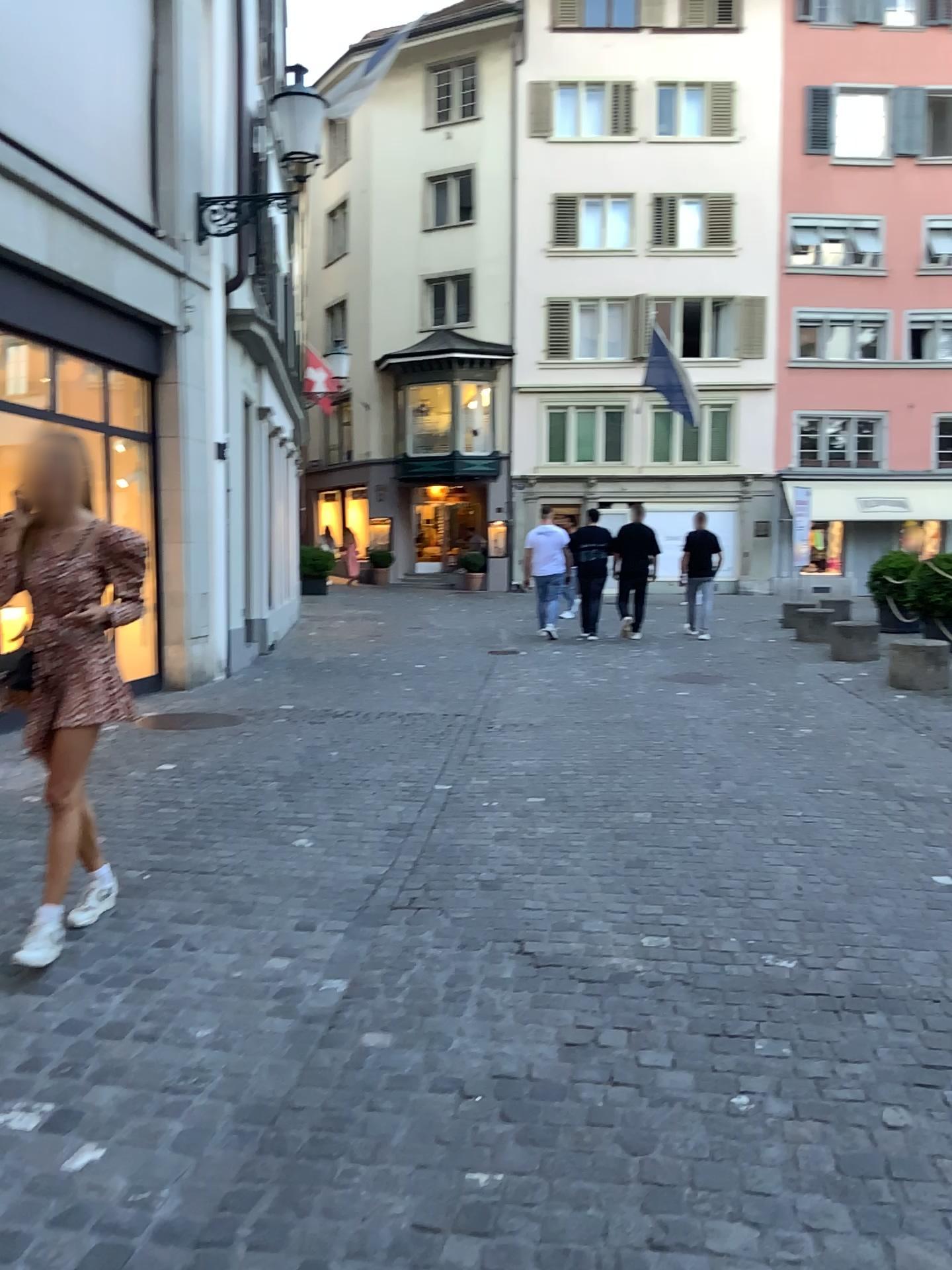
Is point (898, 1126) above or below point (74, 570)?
below

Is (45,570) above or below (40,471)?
below
